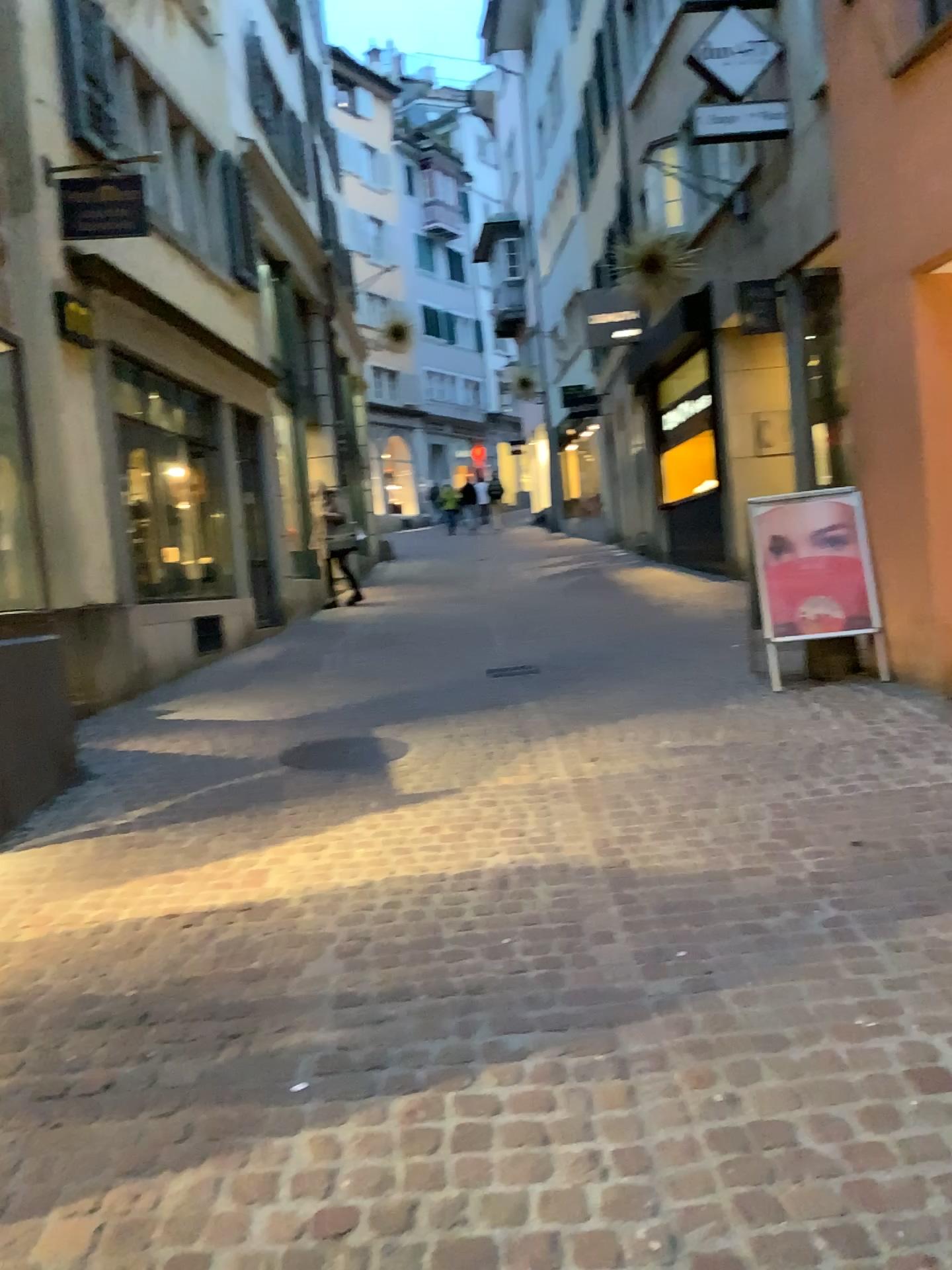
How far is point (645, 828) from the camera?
4.05m
